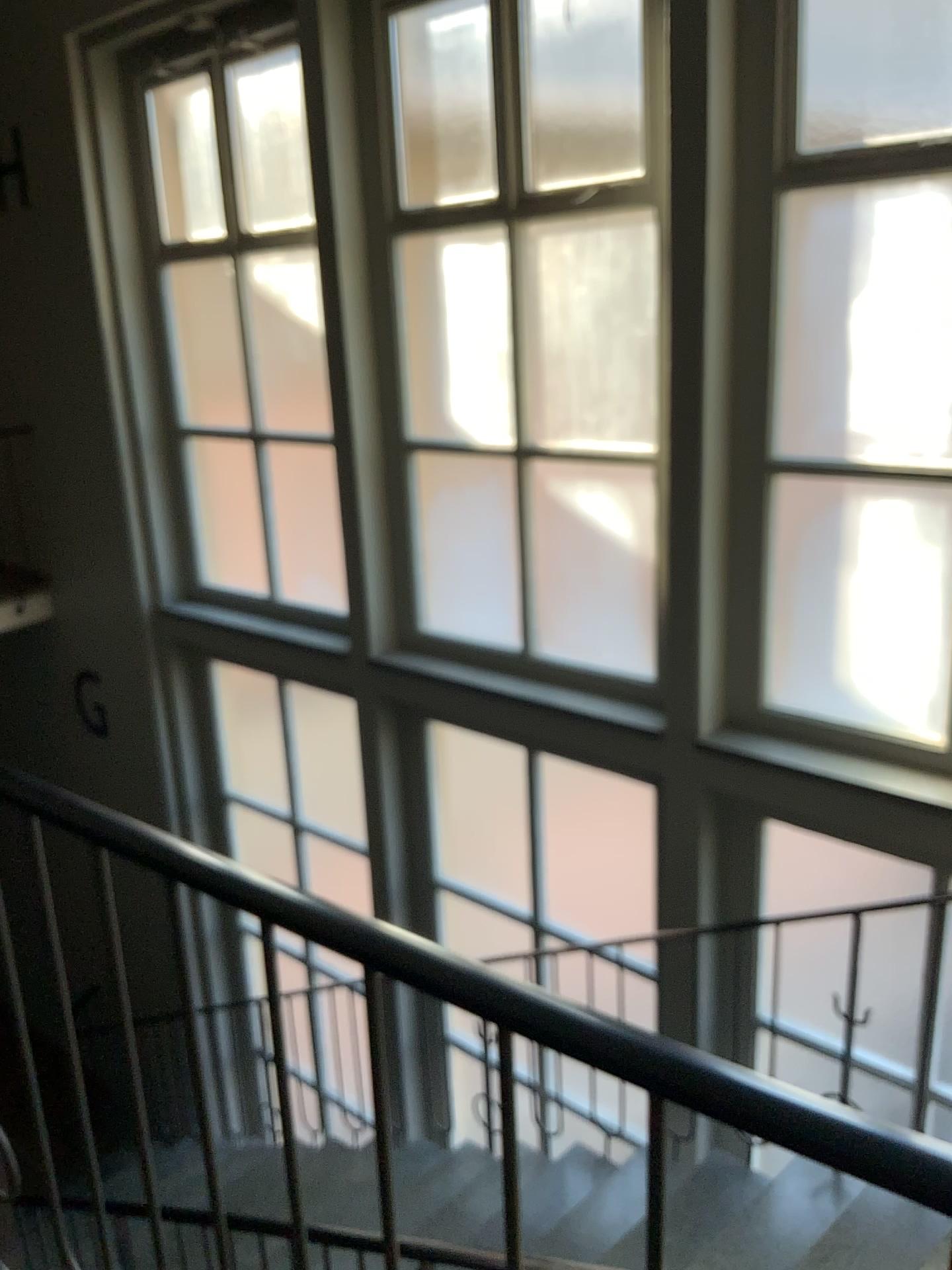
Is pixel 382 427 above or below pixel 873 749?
above

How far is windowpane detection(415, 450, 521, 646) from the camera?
4.50m

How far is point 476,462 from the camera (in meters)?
4.50

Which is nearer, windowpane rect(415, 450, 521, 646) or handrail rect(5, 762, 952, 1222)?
handrail rect(5, 762, 952, 1222)

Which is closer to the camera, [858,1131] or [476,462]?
[858,1131]
